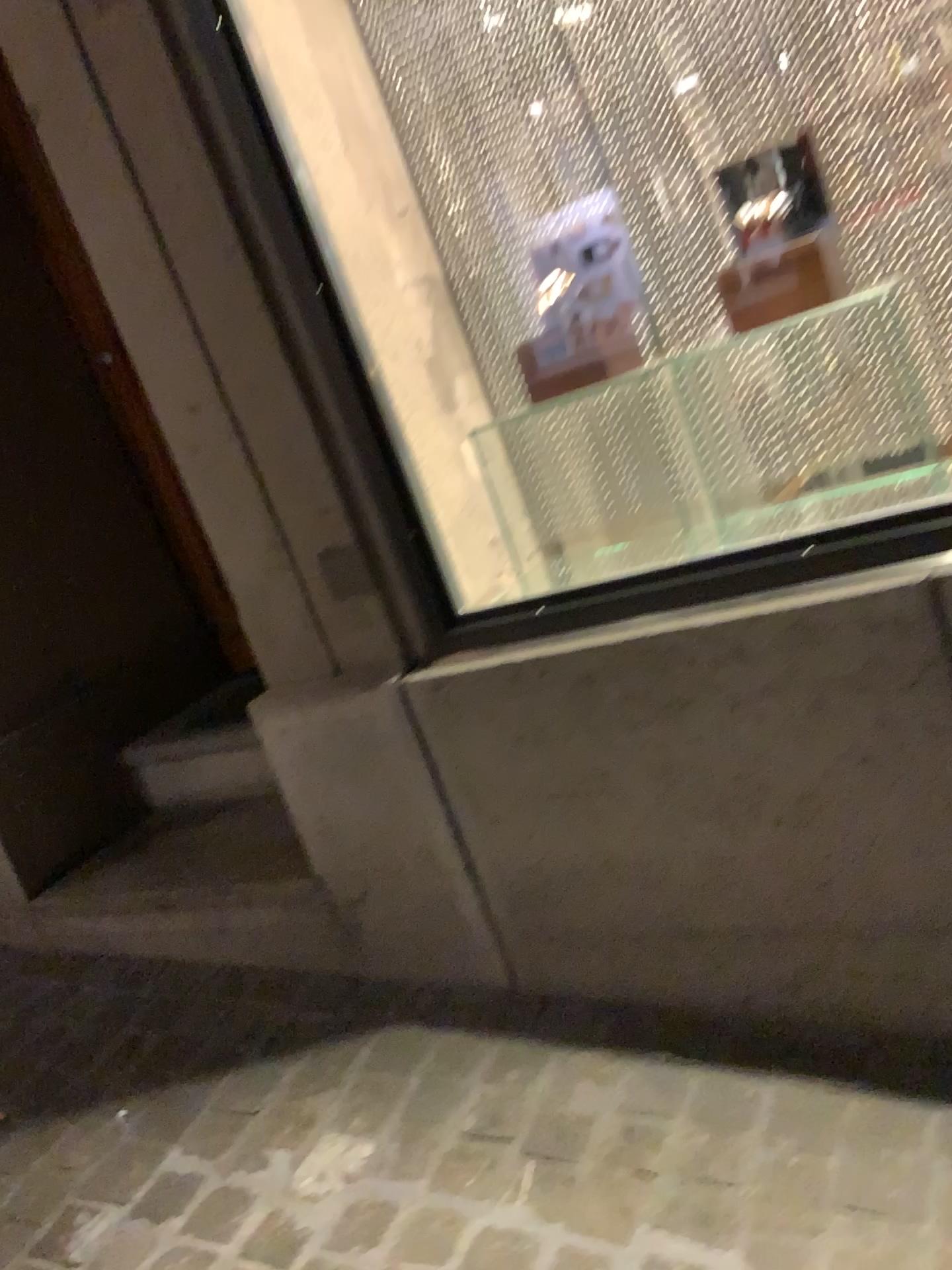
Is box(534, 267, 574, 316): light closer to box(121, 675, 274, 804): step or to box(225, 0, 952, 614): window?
box(225, 0, 952, 614): window

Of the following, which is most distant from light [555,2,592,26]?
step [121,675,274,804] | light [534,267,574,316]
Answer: step [121,675,274,804]

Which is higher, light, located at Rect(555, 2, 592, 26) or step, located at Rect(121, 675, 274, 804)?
light, located at Rect(555, 2, 592, 26)

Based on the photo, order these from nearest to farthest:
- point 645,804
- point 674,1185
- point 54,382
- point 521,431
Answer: point 674,1185
point 645,804
point 521,431
point 54,382

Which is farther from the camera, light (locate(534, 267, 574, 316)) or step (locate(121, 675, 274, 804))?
step (locate(121, 675, 274, 804))

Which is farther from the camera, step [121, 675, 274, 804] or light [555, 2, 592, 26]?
step [121, 675, 274, 804]

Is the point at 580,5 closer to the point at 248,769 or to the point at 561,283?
the point at 561,283

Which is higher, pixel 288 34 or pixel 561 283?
pixel 288 34

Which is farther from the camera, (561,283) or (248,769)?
(248,769)

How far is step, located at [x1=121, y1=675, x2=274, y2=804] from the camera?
2.5 meters
